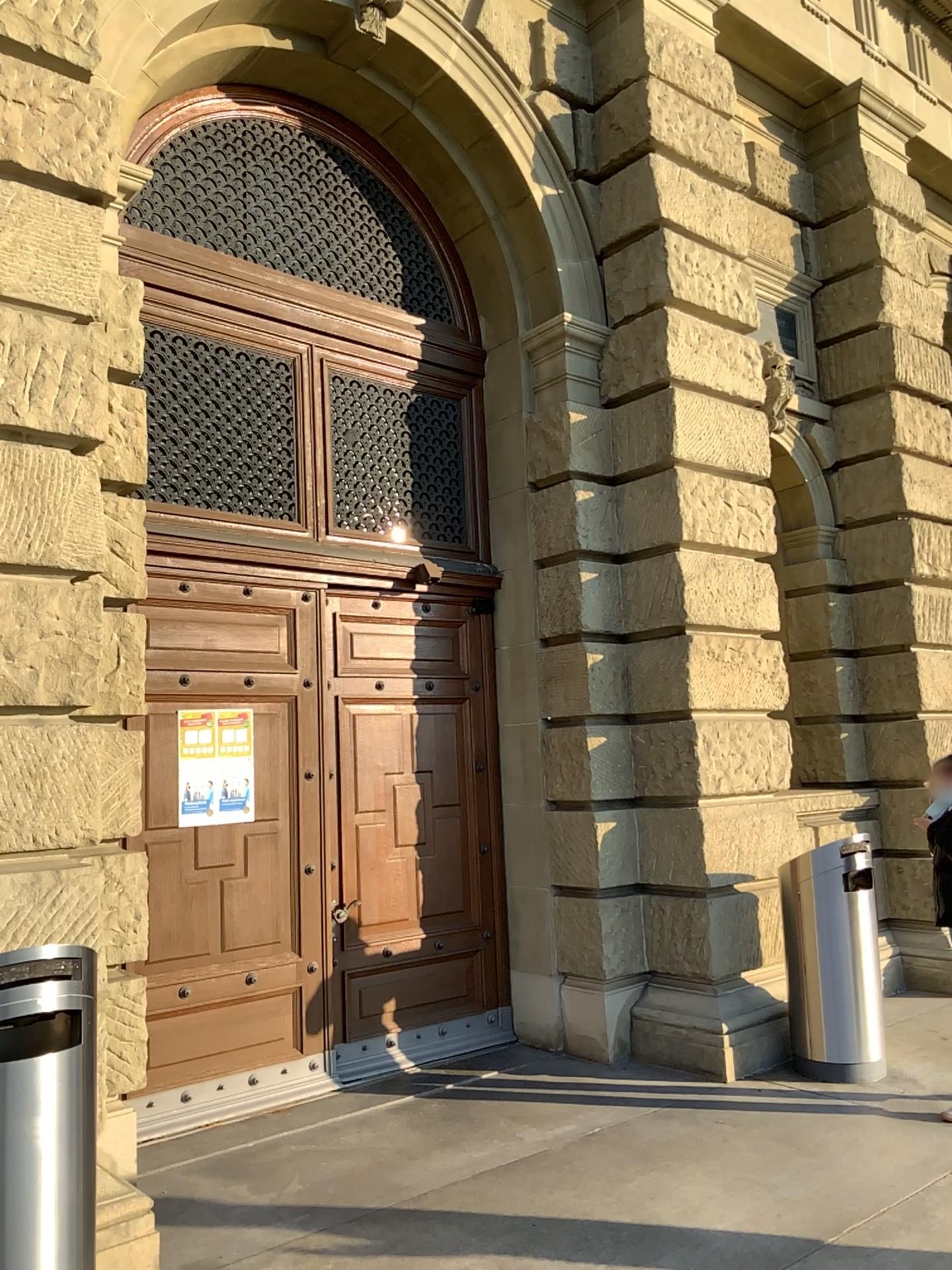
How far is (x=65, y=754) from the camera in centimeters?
390cm
